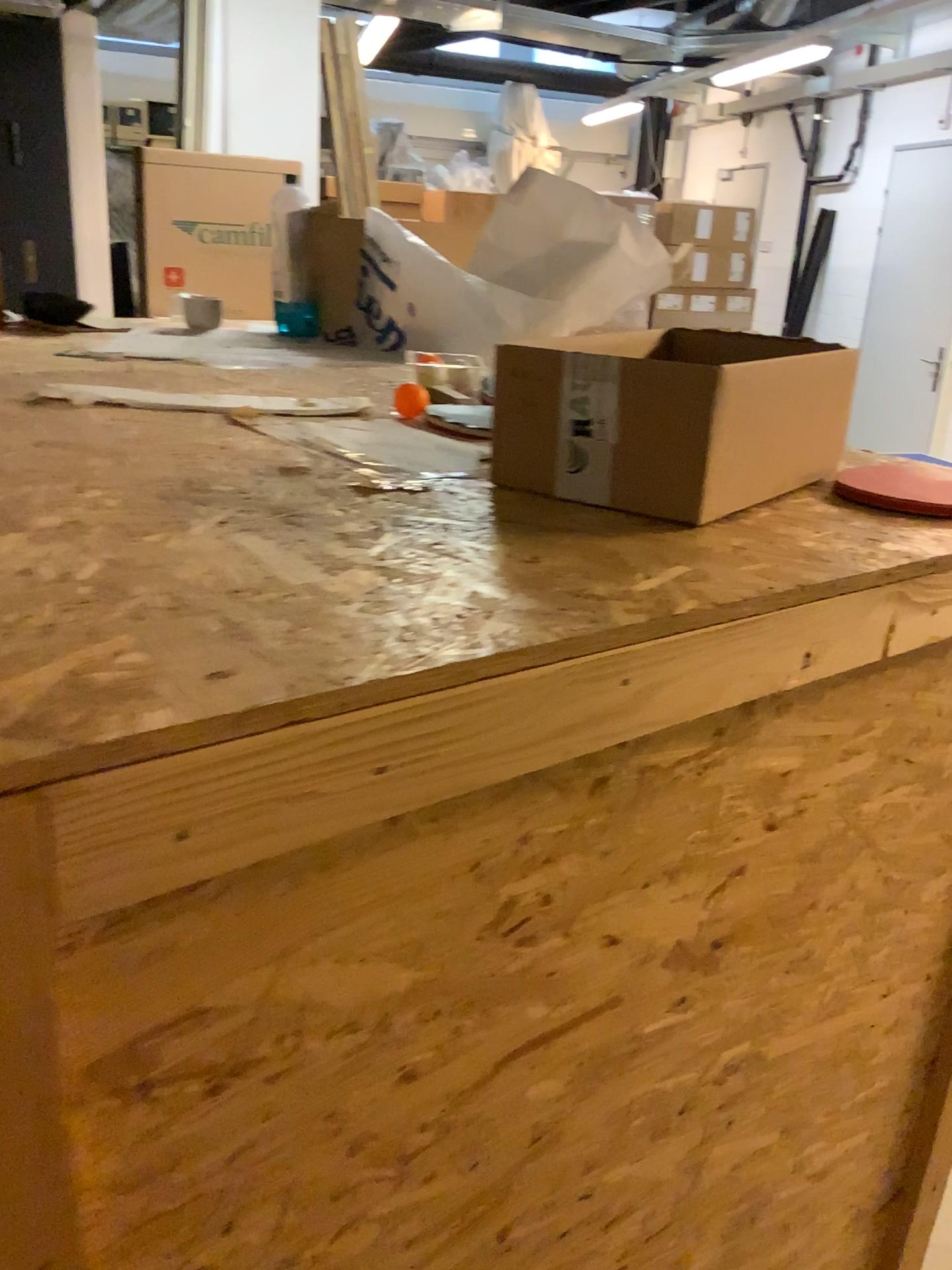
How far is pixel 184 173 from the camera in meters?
4.0 m

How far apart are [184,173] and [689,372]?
3.8m

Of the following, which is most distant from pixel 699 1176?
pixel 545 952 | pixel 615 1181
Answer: pixel 545 952

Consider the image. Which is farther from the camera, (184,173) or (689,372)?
(184,173)

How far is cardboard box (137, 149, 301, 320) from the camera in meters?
4.0

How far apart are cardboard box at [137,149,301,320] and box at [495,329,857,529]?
3.5m

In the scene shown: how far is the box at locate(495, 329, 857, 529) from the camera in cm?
79

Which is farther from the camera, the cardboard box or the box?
the cardboard box
